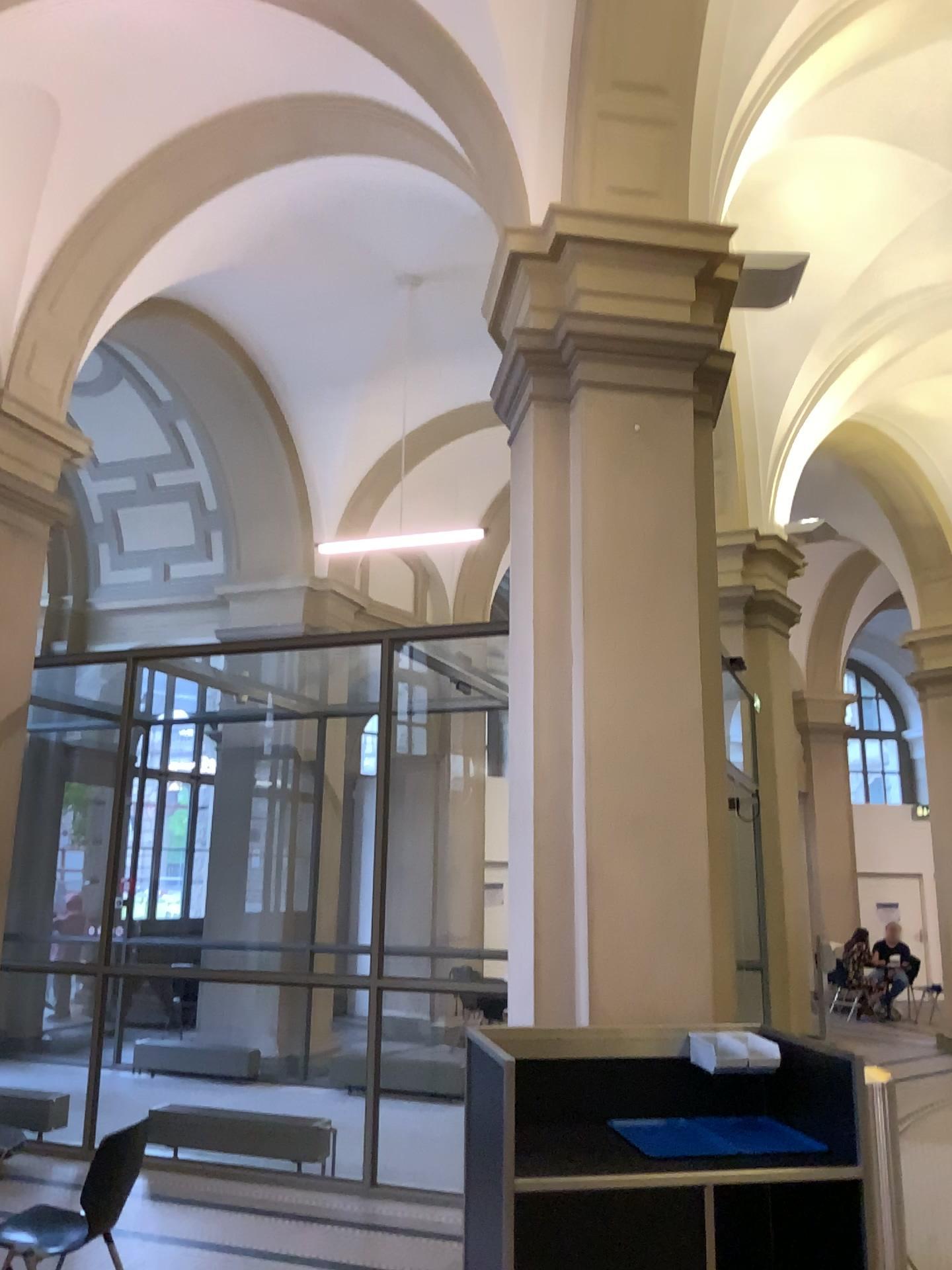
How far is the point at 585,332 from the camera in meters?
4.8
